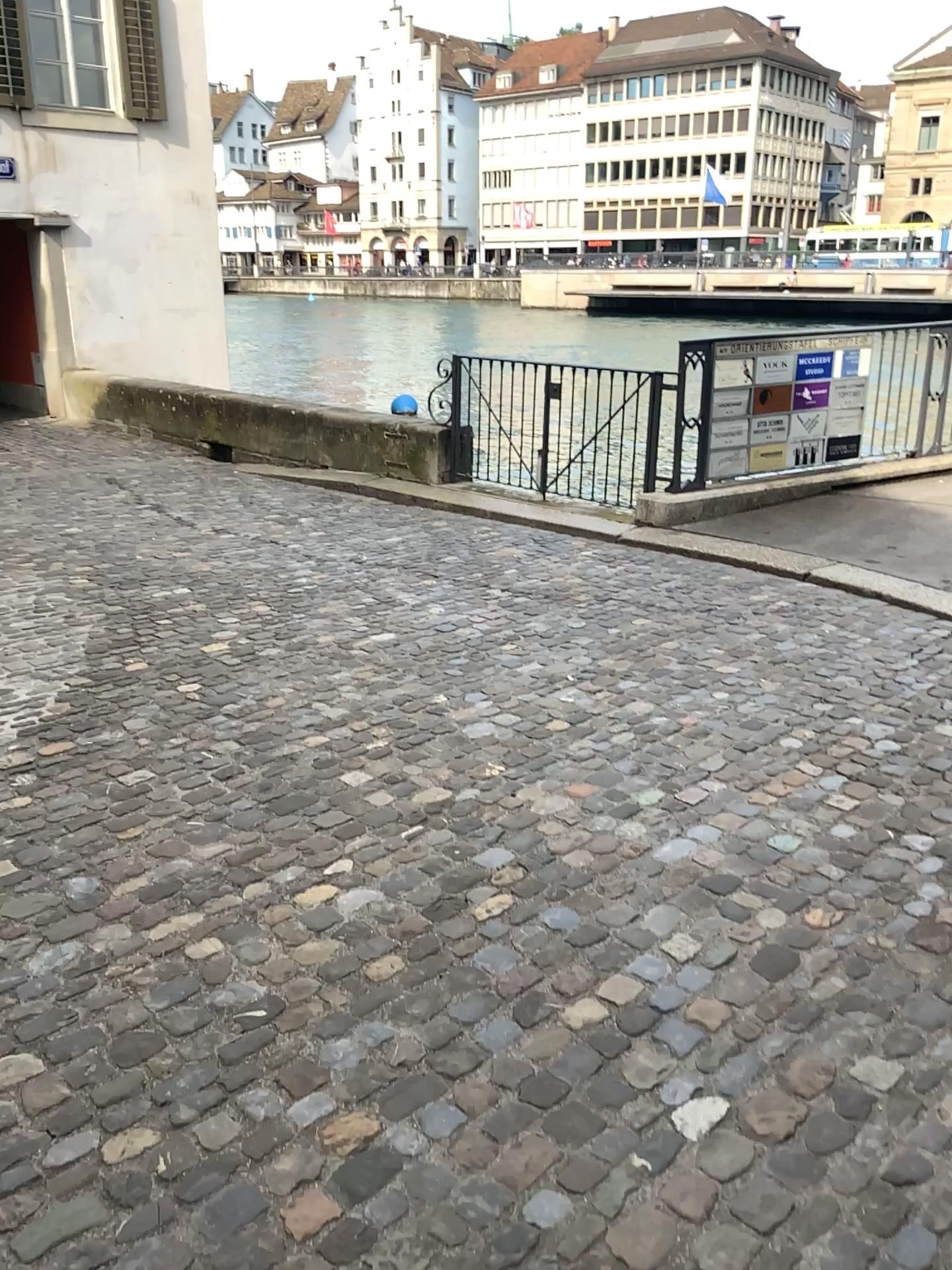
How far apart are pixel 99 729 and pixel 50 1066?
1.73m
